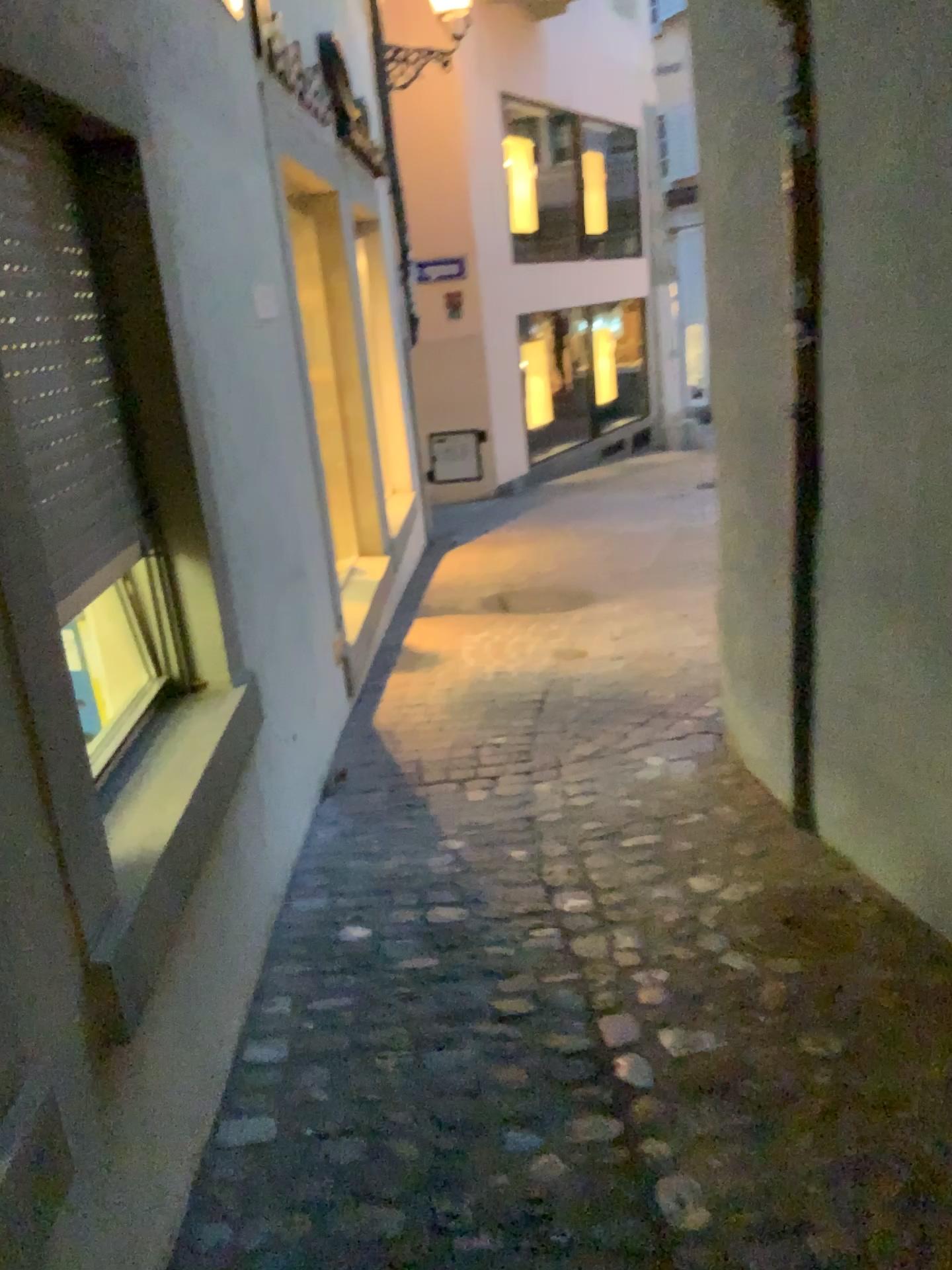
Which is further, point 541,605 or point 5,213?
point 541,605

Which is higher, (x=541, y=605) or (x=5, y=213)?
(x=5, y=213)

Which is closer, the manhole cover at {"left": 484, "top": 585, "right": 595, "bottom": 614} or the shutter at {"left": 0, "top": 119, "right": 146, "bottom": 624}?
the shutter at {"left": 0, "top": 119, "right": 146, "bottom": 624}

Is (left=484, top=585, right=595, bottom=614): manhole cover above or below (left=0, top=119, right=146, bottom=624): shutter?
below

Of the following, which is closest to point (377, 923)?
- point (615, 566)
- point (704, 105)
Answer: point (704, 105)
